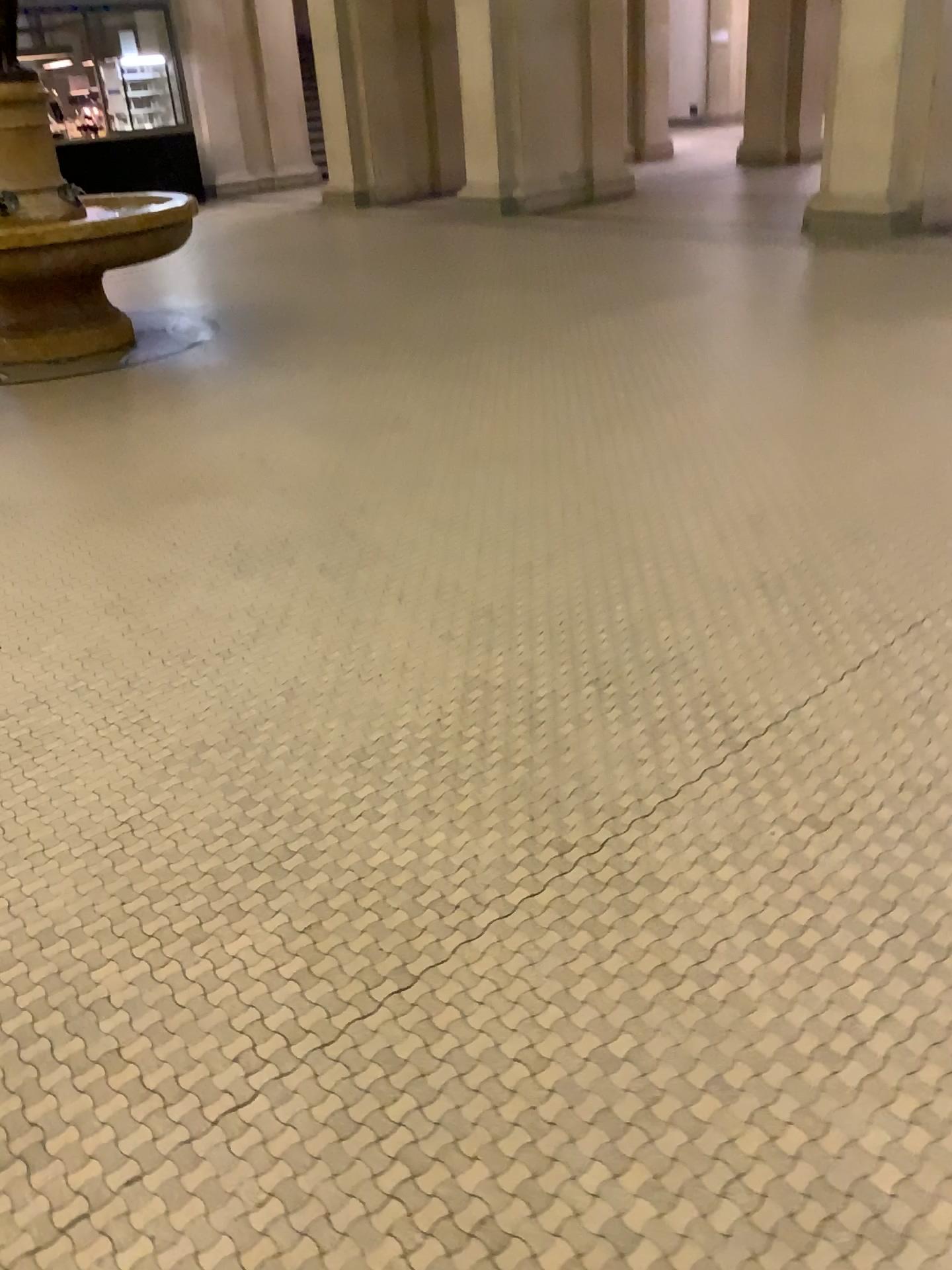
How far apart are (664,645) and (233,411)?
3.0 meters
